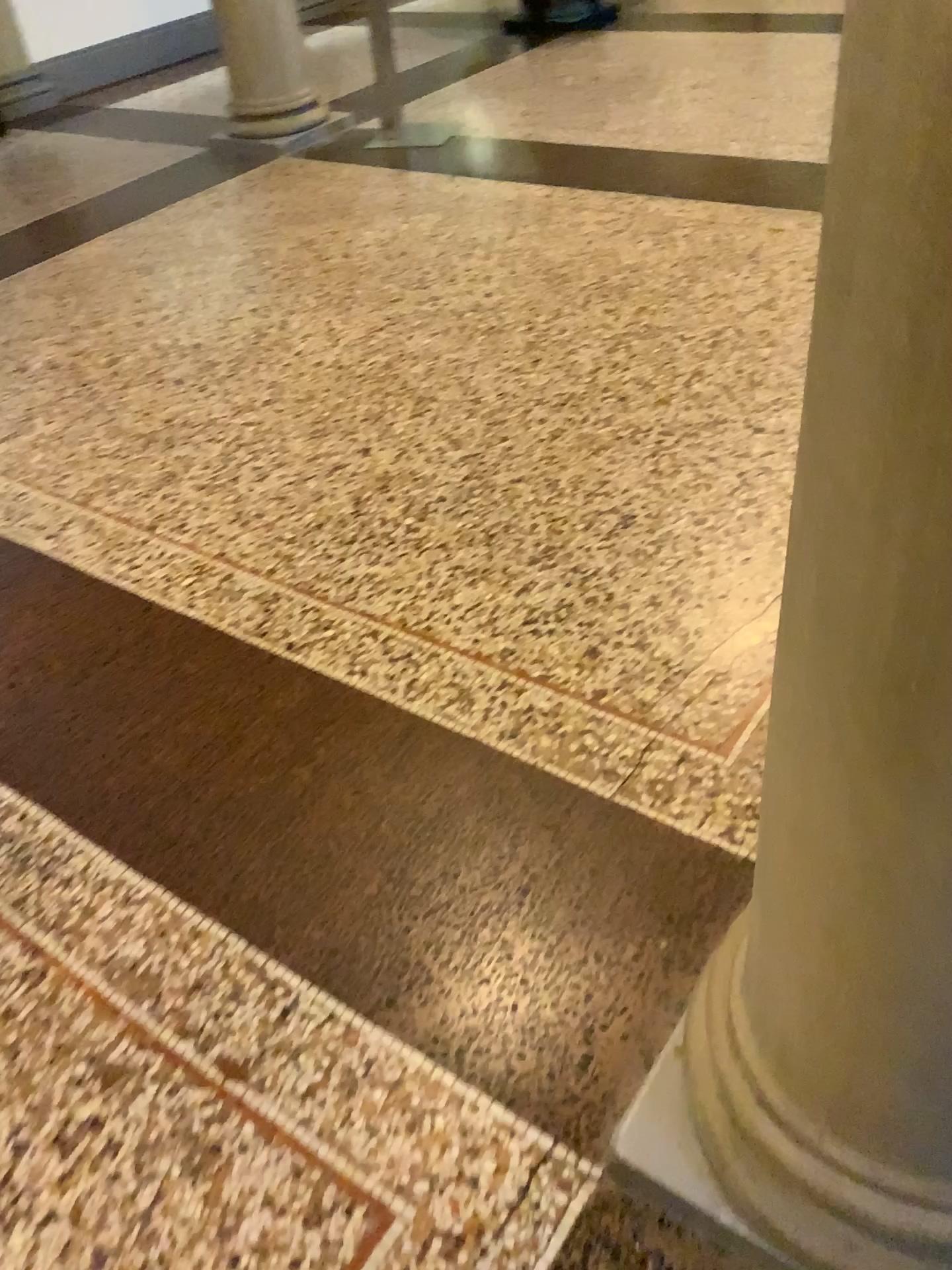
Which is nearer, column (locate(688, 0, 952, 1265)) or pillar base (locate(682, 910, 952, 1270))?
column (locate(688, 0, 952, 1265))

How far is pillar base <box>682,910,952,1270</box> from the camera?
1.06m

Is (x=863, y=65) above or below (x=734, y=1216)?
above

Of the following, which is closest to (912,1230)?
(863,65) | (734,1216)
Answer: (734,1216)

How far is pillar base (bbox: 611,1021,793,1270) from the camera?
1.2m

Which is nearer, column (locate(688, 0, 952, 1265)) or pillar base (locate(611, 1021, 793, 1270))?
column (locate(688, 0, 952, 1265))

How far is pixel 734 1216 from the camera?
1.2 meters

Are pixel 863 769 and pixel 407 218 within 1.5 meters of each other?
no
